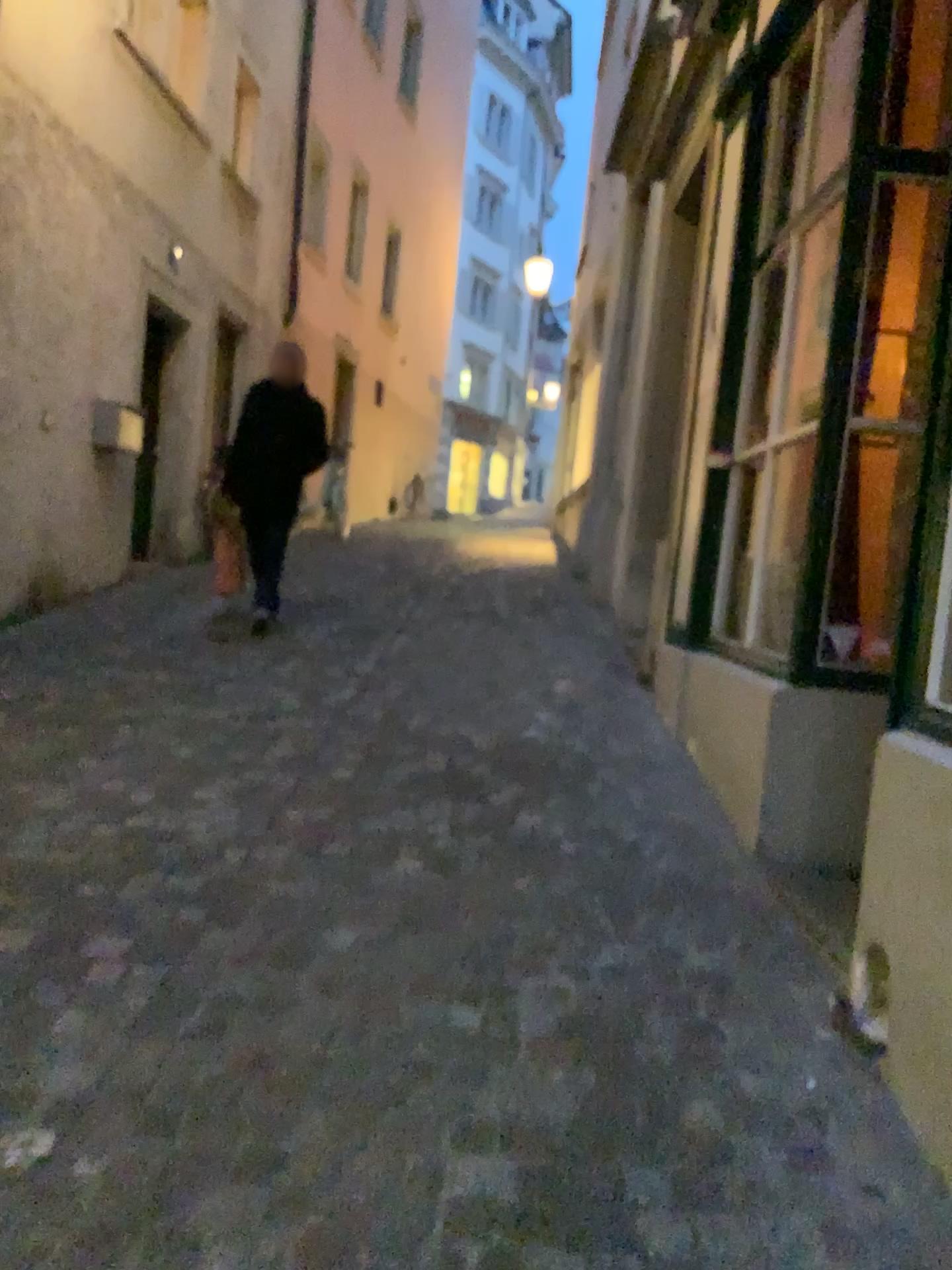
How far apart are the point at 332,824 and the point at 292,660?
2.3 meters
